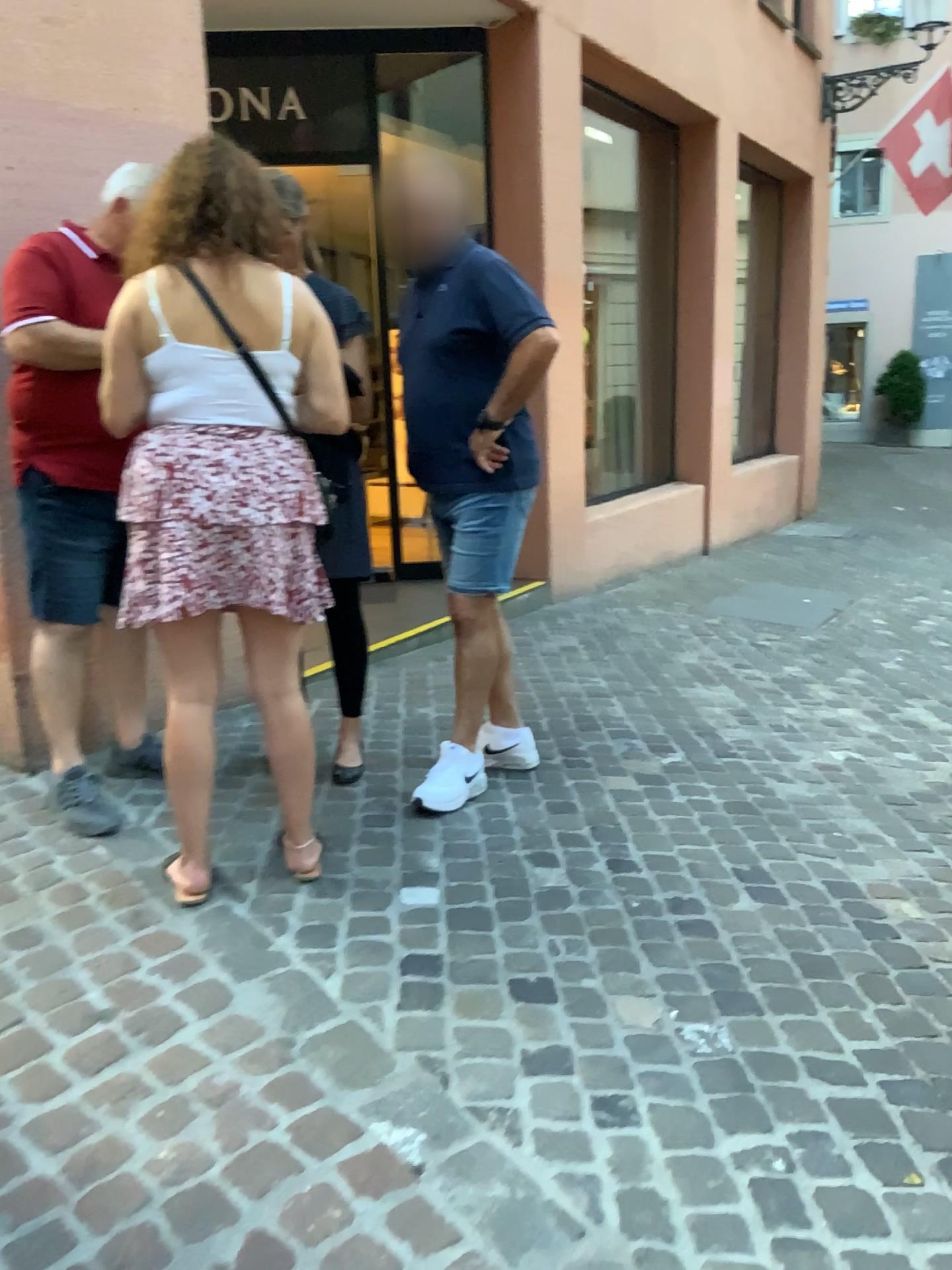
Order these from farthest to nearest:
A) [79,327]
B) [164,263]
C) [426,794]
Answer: [426,794] < [79,327] < [164,263]

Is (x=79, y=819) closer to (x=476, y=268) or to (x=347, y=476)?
(x=347, y=476)

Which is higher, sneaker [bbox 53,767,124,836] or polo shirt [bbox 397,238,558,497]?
polo shirt [bbox 397,238,558,497]

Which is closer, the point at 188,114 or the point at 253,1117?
the point at 253,1117

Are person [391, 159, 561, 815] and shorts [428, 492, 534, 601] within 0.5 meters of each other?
yes

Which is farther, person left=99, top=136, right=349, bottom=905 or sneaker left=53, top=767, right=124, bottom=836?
sneaker left=53, top=767, right=124, bottom=836

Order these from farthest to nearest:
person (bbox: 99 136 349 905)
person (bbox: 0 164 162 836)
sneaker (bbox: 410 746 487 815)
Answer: sneaker (bbox: 410 746 487 815) → person (bbox: 0 164 162 836) → person (bbox: 99 136 349 905)

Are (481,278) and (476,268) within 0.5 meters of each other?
yes

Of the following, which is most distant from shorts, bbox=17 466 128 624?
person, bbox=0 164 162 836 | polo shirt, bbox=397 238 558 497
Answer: polo shirt, bbox=397 238 558 497

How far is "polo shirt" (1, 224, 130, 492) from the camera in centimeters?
260cm
